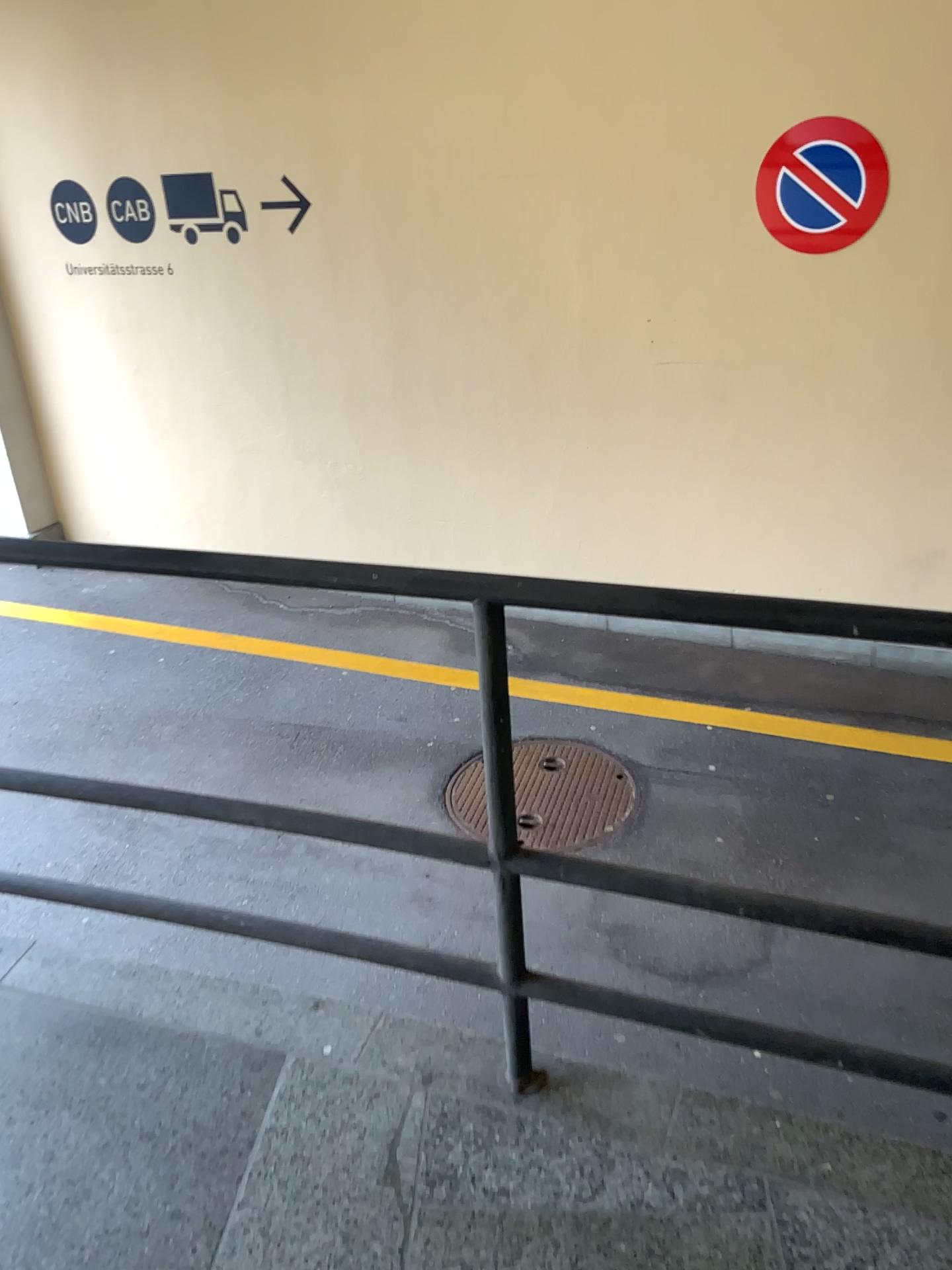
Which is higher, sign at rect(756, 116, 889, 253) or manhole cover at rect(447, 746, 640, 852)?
sign at rect(756, 116, 889, 253)

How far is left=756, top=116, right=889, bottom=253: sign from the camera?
4.0 meters

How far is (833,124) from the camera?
4.0 meters

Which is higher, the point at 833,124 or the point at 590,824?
the point at 833,124

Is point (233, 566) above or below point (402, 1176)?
above
